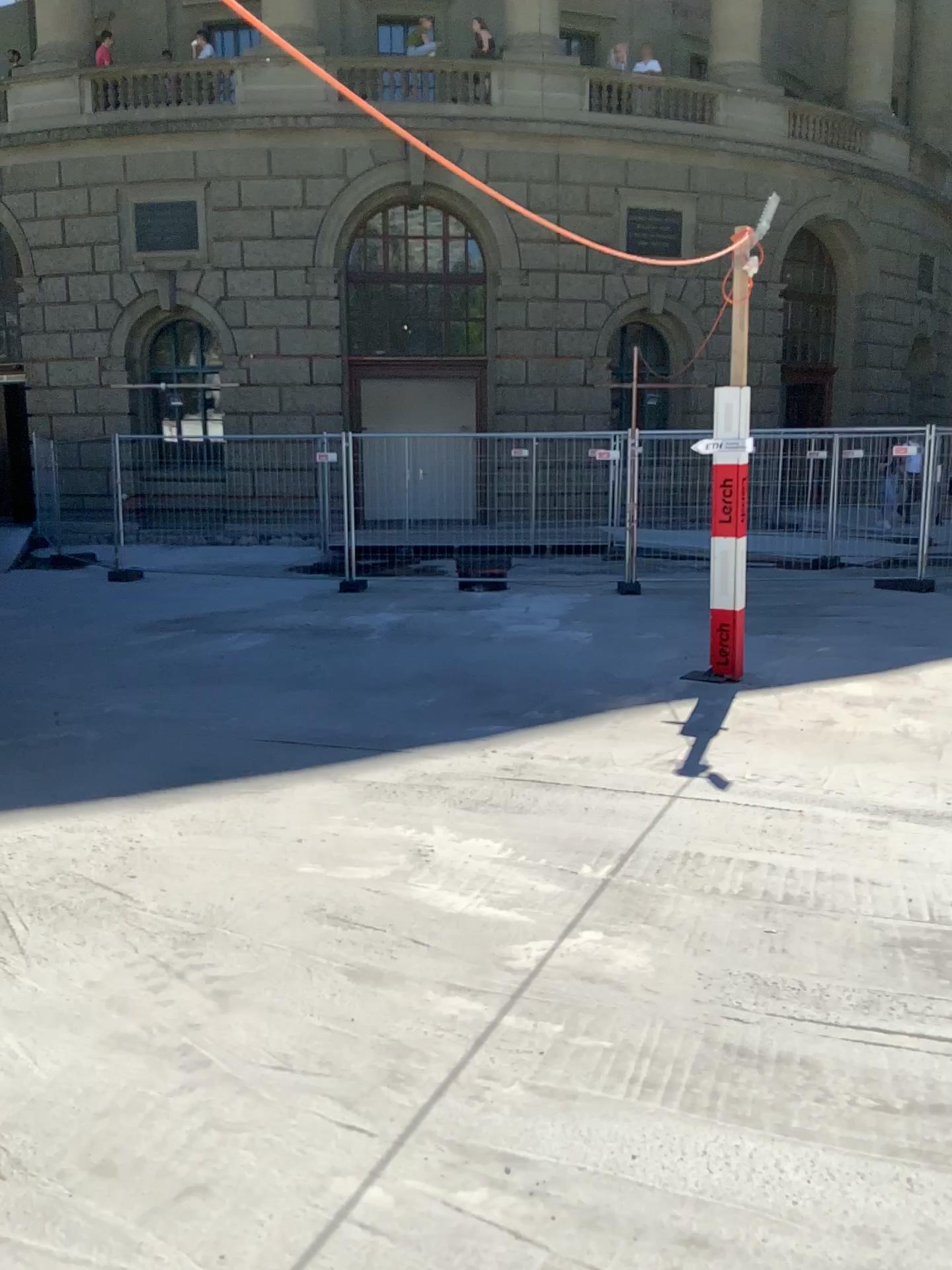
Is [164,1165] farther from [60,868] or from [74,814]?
[74,814]
